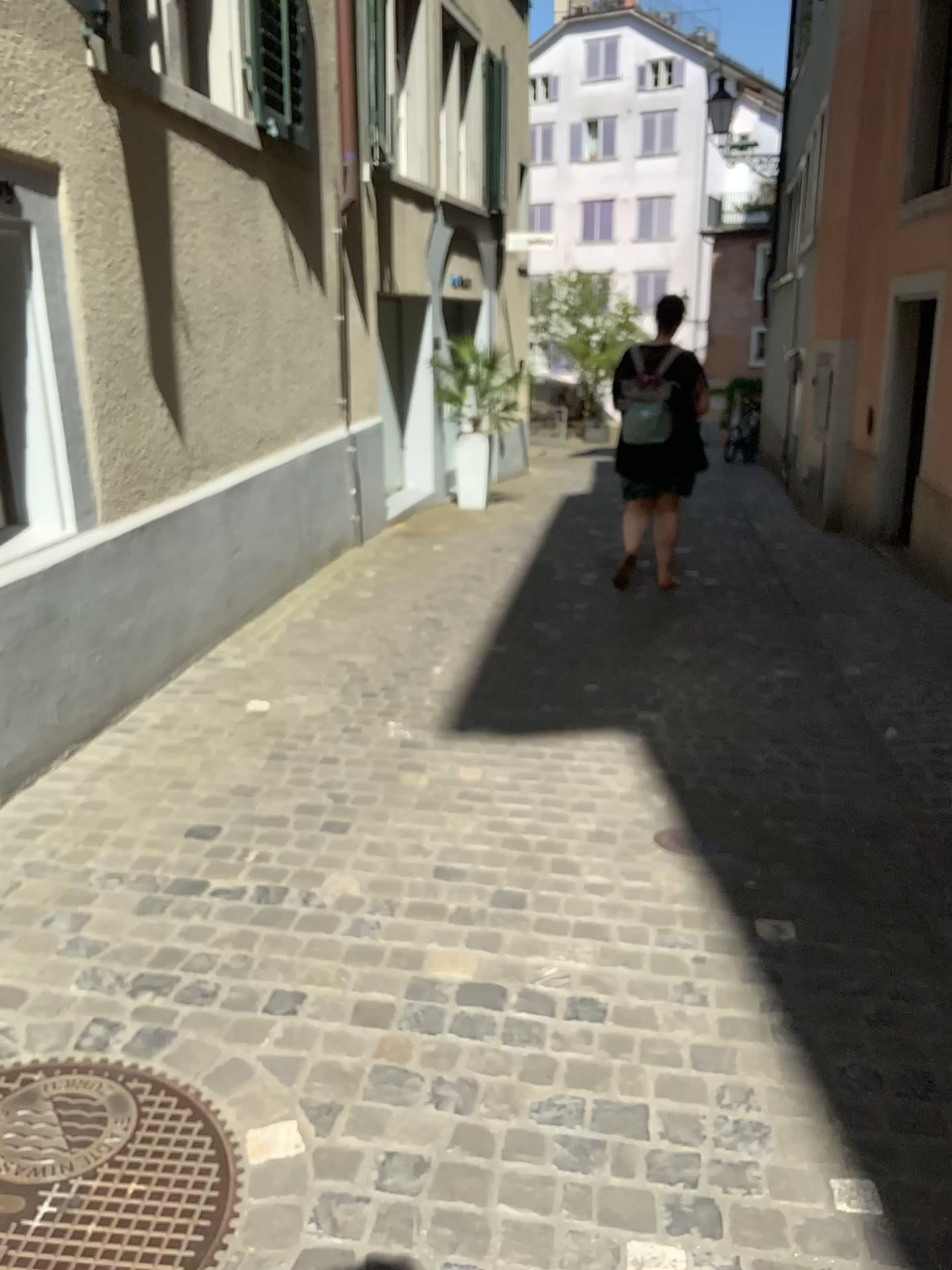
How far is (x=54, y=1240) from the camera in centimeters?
161cm

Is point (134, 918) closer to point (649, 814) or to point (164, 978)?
point (164, 978)

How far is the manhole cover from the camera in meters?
1.6 m
